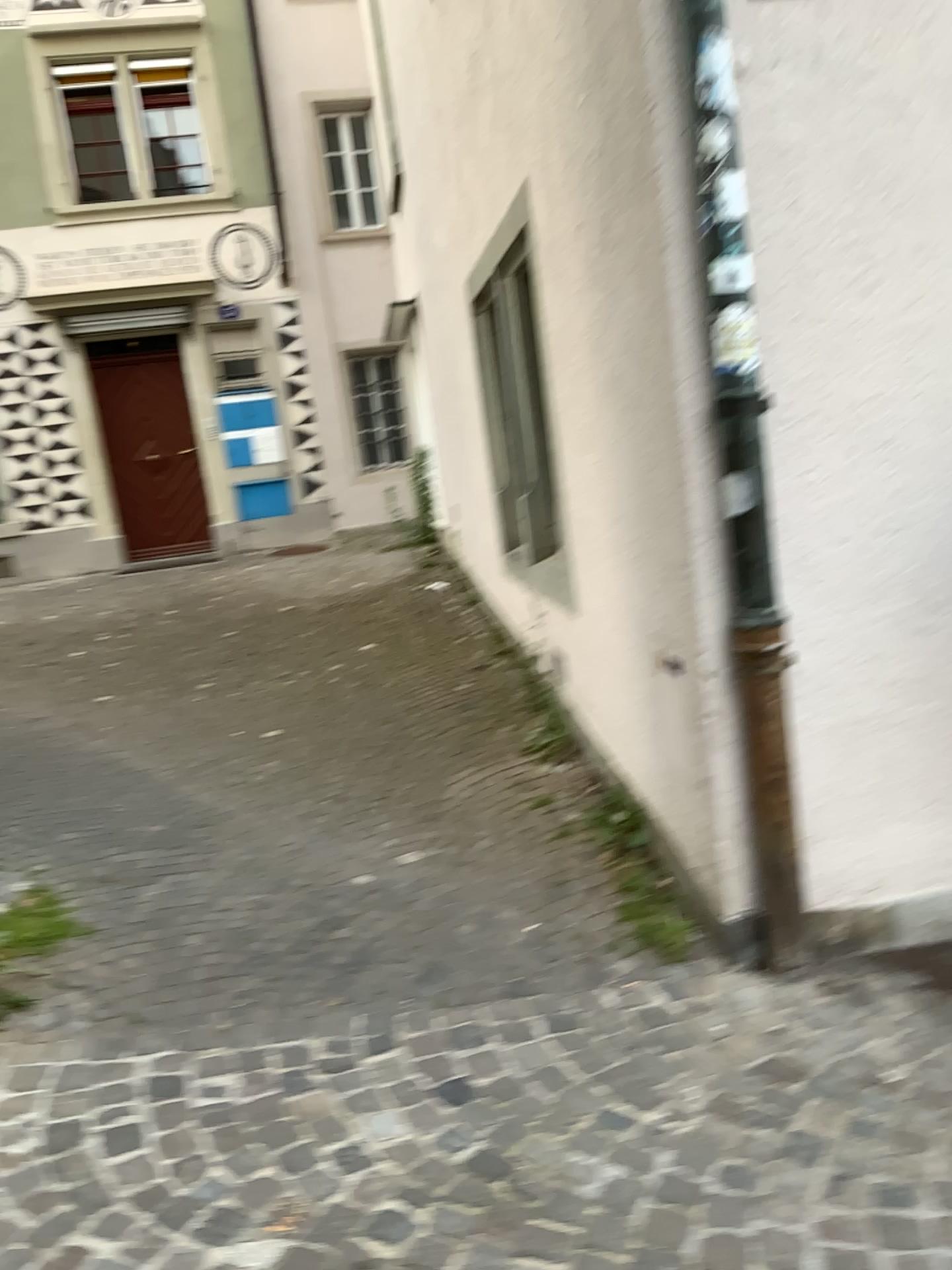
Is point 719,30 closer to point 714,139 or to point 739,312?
point 714,139

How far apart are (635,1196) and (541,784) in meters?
2.3 m

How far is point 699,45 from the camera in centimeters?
246cm

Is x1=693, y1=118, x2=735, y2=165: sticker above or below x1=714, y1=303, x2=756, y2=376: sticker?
above

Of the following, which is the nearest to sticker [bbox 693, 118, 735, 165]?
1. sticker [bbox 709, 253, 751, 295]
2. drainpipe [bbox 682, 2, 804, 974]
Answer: drainpipe [bbox 682, 2, 804, 974]

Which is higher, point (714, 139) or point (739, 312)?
point (714, 139)

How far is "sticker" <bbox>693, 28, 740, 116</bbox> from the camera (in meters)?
2.46

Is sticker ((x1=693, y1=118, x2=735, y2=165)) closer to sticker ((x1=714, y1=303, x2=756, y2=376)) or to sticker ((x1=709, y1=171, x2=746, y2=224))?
sticker ((x1=709, y1=171, x2=746, y2=224))

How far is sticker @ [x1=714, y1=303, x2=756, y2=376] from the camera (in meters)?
2.47

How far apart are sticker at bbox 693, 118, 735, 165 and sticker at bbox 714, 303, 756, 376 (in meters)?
0.38
